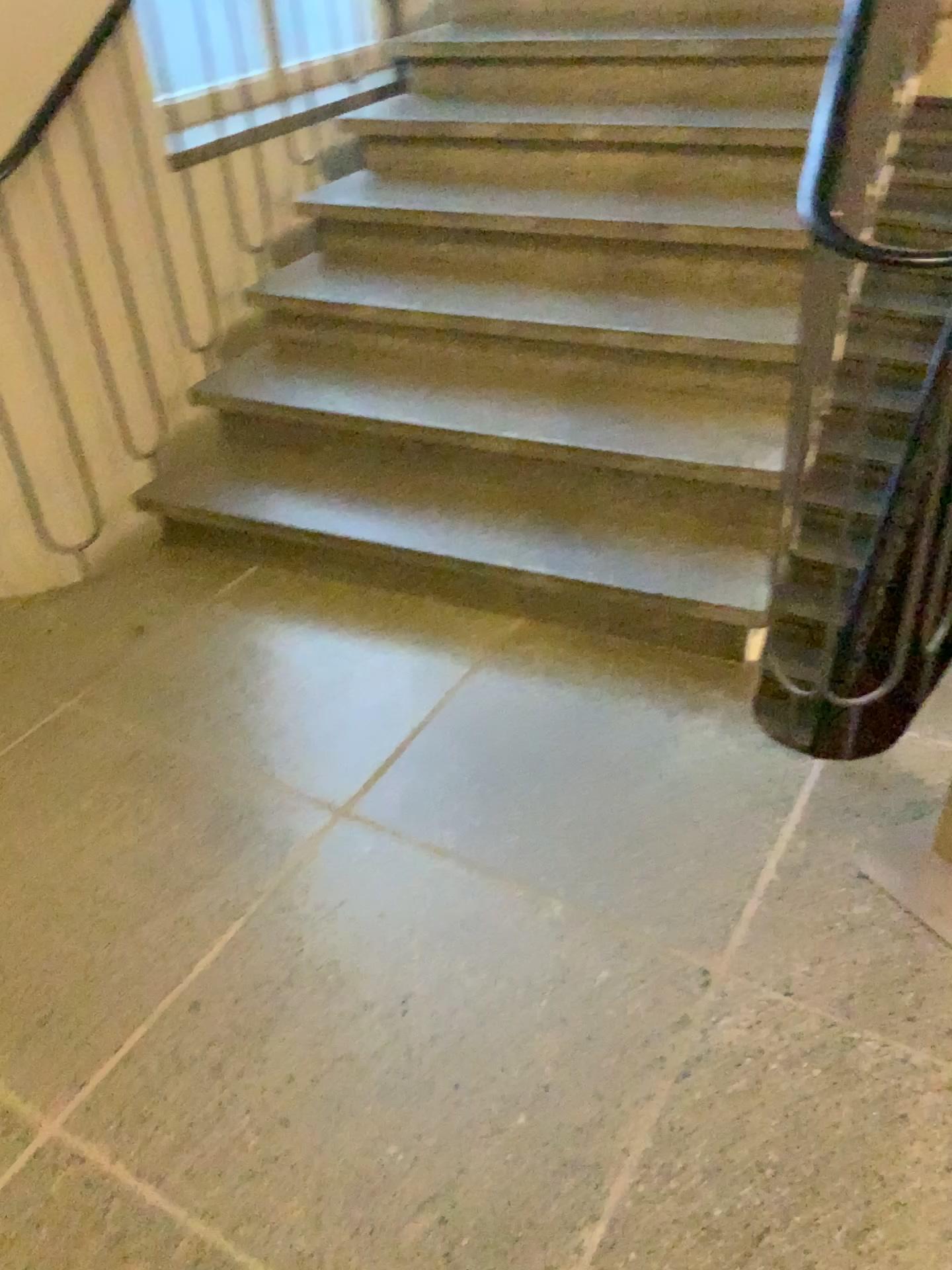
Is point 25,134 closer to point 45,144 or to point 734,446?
point 45,144

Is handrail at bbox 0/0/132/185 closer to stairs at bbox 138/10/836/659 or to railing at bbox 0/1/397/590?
railing at bbox 0/1/397/590

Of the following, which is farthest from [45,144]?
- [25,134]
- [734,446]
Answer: [734,446]

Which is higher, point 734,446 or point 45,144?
point 45,144

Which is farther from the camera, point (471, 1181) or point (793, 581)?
point (793, 581)

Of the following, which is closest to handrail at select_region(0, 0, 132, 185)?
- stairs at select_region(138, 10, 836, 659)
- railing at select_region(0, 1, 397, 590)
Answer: railing at select_region(0, 1, 397, 590)
